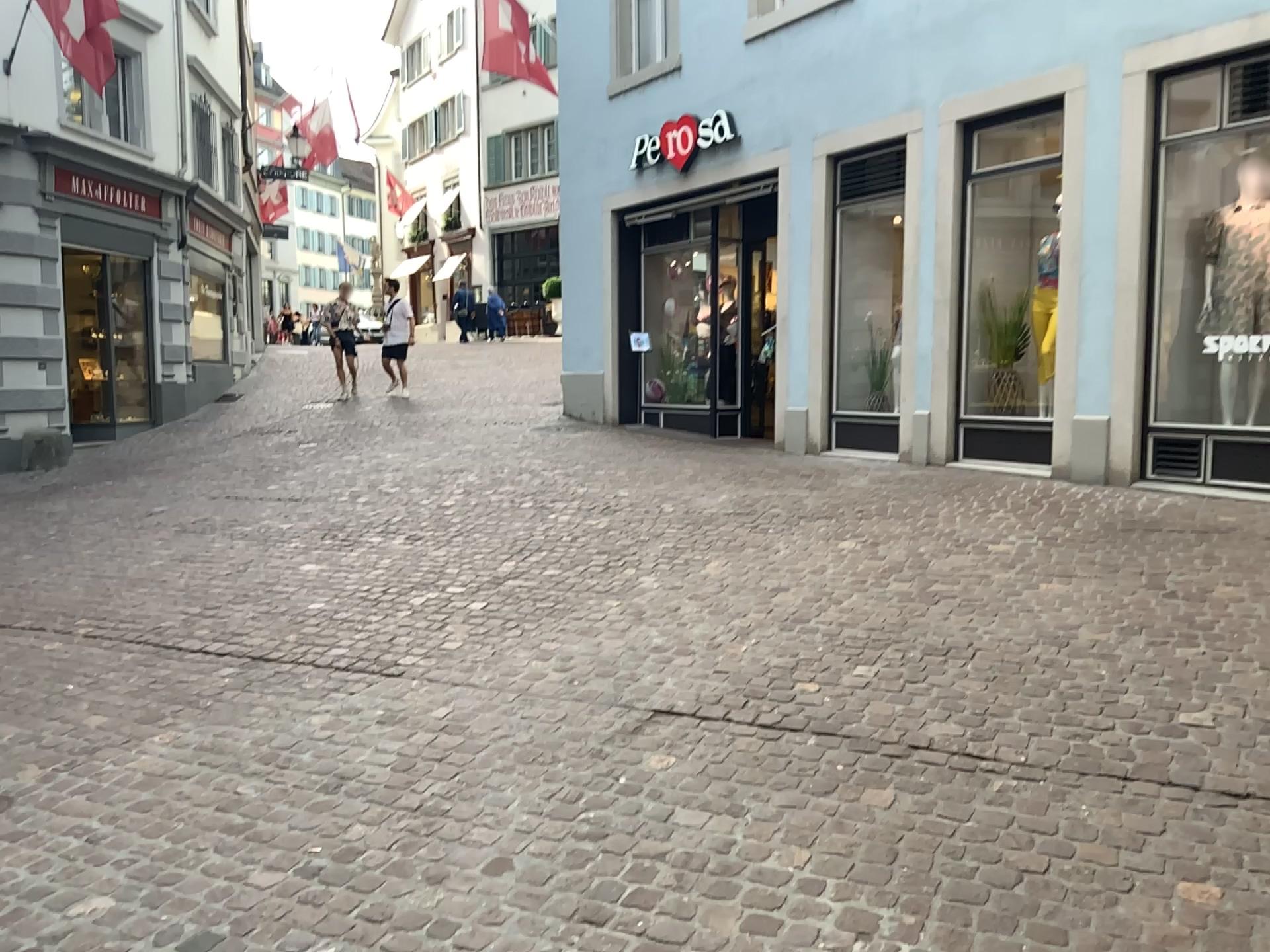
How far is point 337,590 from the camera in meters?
5.7 m
